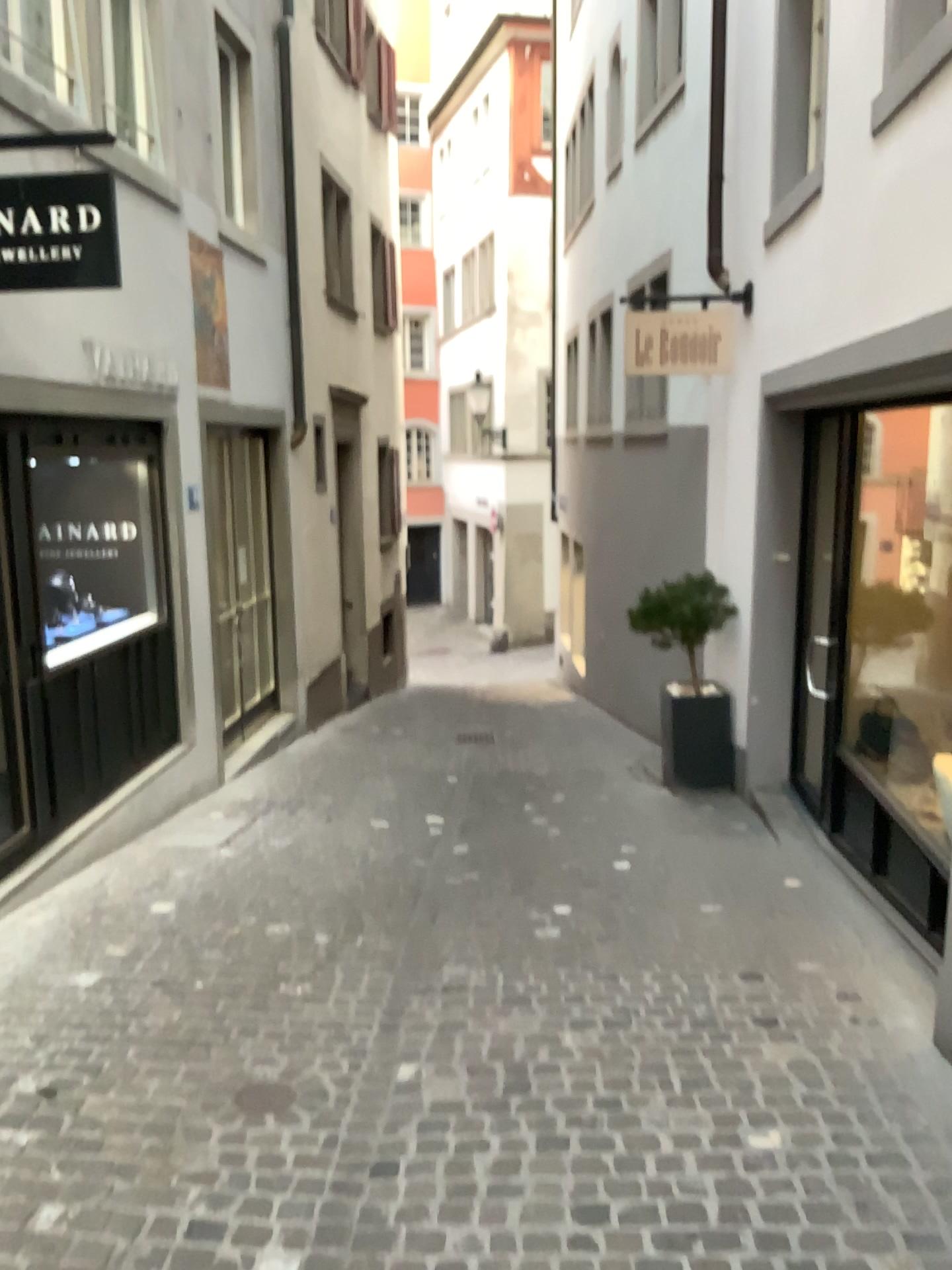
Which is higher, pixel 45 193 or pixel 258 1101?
pixel 45 193

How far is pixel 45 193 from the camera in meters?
3.7

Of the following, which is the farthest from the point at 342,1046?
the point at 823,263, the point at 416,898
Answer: the point at 823,263

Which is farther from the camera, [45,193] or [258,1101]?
[45,193]

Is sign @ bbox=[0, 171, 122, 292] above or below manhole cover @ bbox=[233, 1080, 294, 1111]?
above

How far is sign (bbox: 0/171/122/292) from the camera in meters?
3.7 m

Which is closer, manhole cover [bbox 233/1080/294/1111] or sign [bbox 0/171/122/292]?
manhole cover [bbox 233/1080/294/1111]
